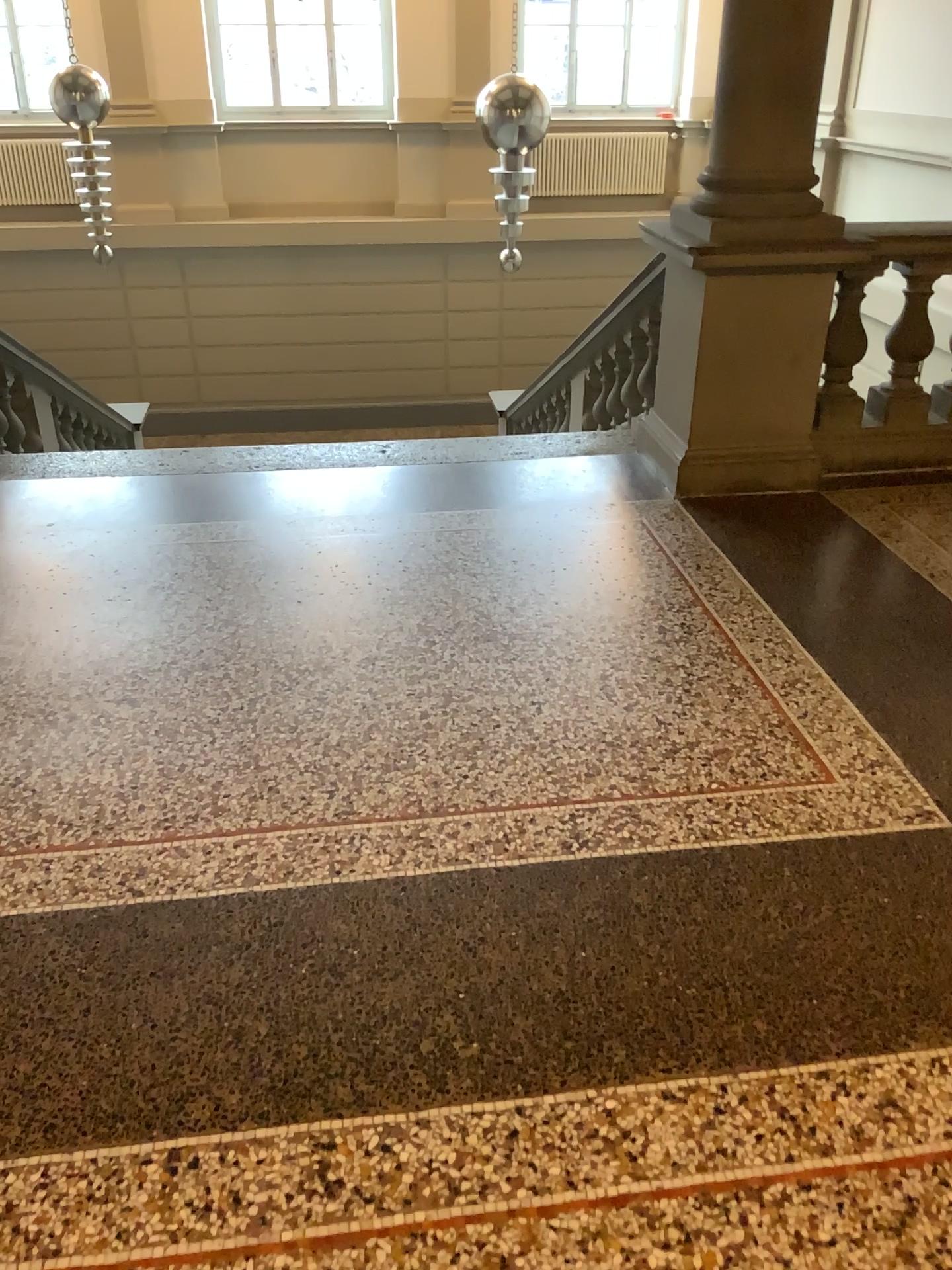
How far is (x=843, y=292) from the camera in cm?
407

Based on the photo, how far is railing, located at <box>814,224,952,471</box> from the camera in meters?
4.1 m

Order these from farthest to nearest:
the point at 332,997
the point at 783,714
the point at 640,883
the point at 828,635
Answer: the point at 828,635 < the point at 783,714 < the point at 640,883 < the point at 332,997

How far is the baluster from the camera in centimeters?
403cm

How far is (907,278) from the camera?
A: 4.03m
